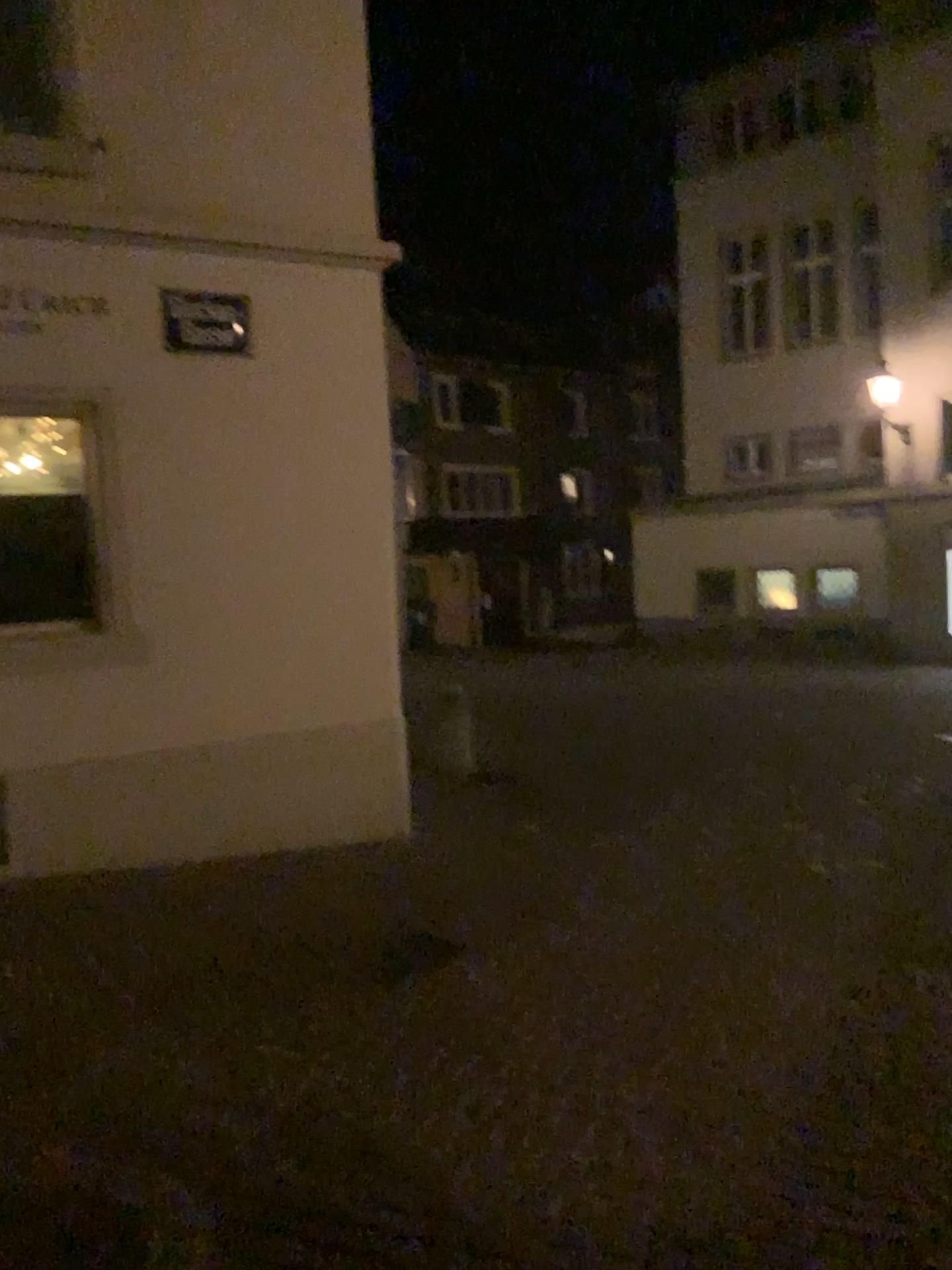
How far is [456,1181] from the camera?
2.9 meters
